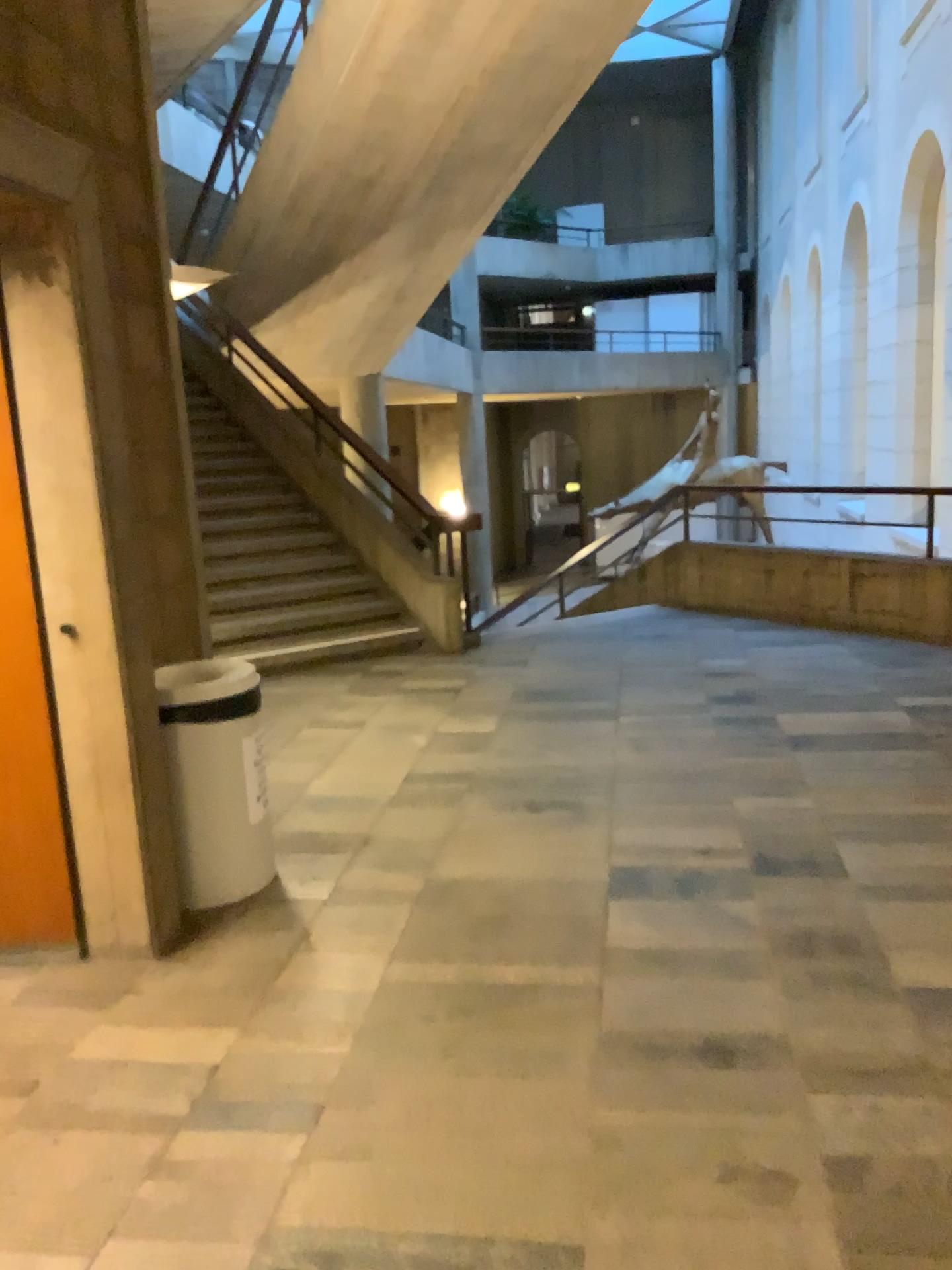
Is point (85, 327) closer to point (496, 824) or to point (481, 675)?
point (496, 824)

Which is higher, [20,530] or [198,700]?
[20,530]

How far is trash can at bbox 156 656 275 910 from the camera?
3.3m

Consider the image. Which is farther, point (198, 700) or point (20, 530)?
point (198, 700)

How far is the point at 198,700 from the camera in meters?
3.3

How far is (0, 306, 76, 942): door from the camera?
3.0 meters

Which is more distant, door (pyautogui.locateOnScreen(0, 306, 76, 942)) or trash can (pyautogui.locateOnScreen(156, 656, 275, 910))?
trash can (pyautogui.locateOnScreen(156, 656, 275, 910))

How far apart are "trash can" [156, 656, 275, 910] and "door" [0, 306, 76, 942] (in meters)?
0.36
